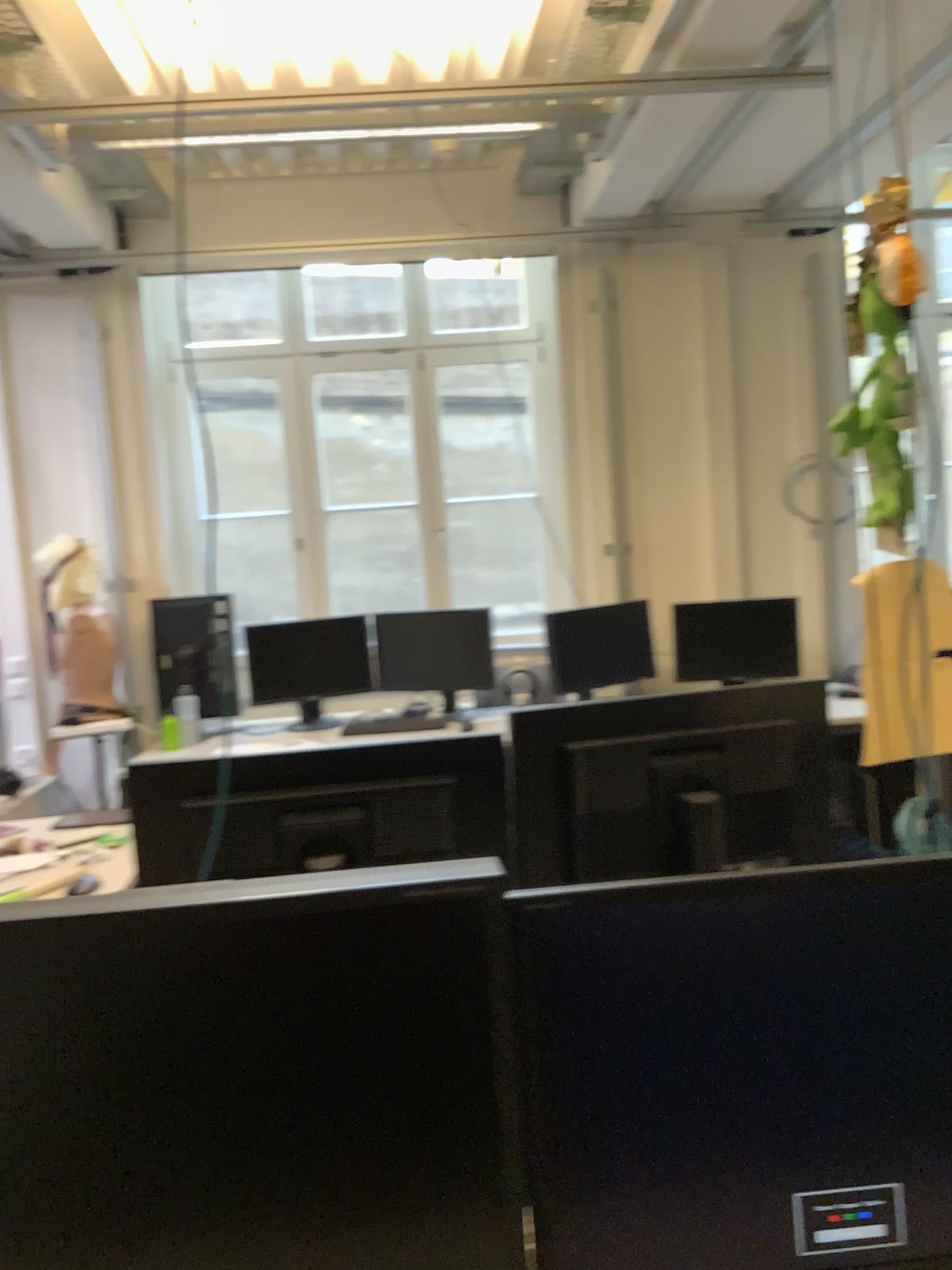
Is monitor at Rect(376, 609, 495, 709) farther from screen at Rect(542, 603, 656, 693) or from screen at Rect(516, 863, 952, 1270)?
screen at Rect(516, 863, 952, 1270)

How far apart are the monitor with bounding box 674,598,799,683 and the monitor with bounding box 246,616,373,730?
1.4 meters

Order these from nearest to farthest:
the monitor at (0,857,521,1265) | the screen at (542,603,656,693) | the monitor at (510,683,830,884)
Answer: the monitor at (0,857,521,1265) → the monitor at (510,683,830,884) → the screen at (542,603,656,693)

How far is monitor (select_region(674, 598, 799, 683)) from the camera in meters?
4.7

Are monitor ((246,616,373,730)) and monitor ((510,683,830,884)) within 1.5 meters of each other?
no

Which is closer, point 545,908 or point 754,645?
point 545,908

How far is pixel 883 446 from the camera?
1.55m

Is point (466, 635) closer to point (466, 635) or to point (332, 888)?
point (466, 635)

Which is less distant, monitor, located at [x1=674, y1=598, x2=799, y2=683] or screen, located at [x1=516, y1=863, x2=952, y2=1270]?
screen, located at [x1=516, y1=863, x2=952, y2=1270]

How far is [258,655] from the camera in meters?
4.8 m
